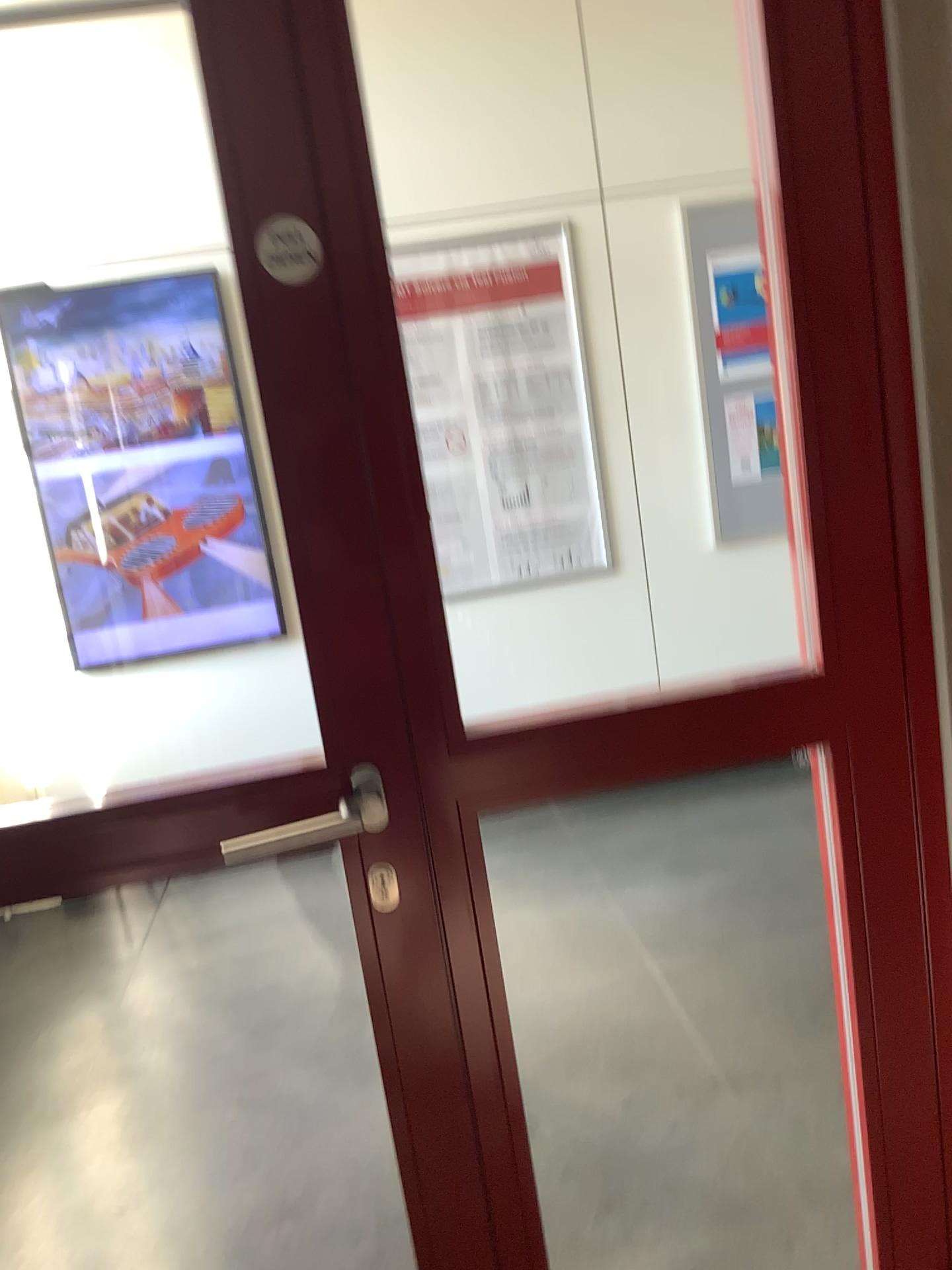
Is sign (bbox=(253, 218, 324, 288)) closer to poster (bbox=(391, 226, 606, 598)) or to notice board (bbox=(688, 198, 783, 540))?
poster (bbox=(391, 226, 606, 598))

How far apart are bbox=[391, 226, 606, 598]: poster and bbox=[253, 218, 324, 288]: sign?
2.7 meters

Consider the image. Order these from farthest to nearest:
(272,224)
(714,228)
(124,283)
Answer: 1. (714,228)
2. (124,283)
3. (272,224)

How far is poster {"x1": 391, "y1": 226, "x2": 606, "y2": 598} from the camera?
3.66m

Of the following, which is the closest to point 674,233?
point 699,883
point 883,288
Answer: point 699,883

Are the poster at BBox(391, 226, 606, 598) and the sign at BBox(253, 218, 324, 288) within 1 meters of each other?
no

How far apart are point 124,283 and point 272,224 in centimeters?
276cm

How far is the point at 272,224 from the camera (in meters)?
1.02

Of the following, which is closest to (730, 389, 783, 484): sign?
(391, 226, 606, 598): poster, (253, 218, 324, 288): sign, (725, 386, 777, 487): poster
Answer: (725, 386, 777, 487): poster

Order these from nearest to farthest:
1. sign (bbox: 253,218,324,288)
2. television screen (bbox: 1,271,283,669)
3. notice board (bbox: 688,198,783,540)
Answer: sign (bbox: 253,218,324,288), television screen (bbox: 1,271,283,669), notice board (bbox: 688,198,783,540)
